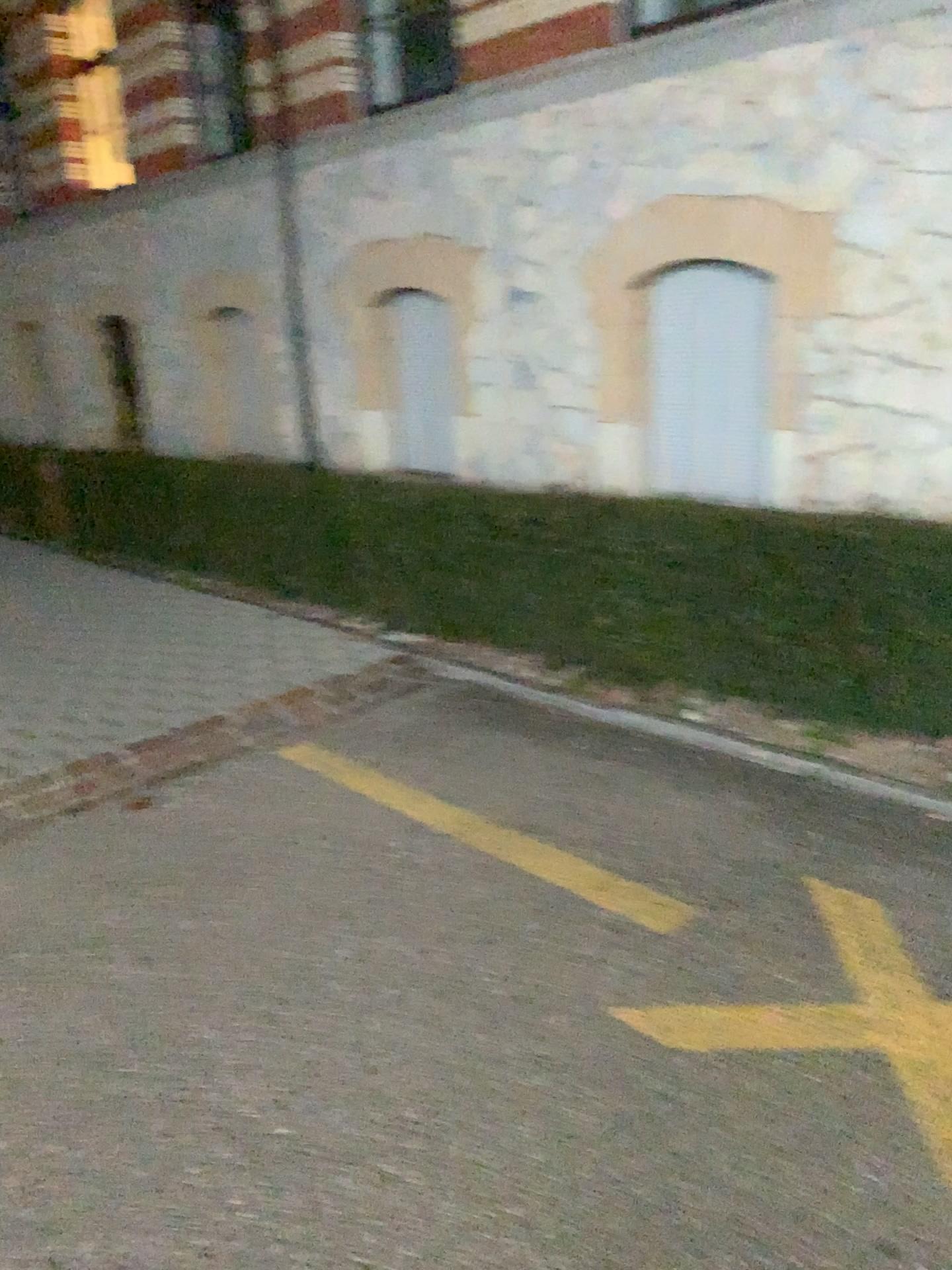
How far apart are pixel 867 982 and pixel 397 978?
1.1 meters
